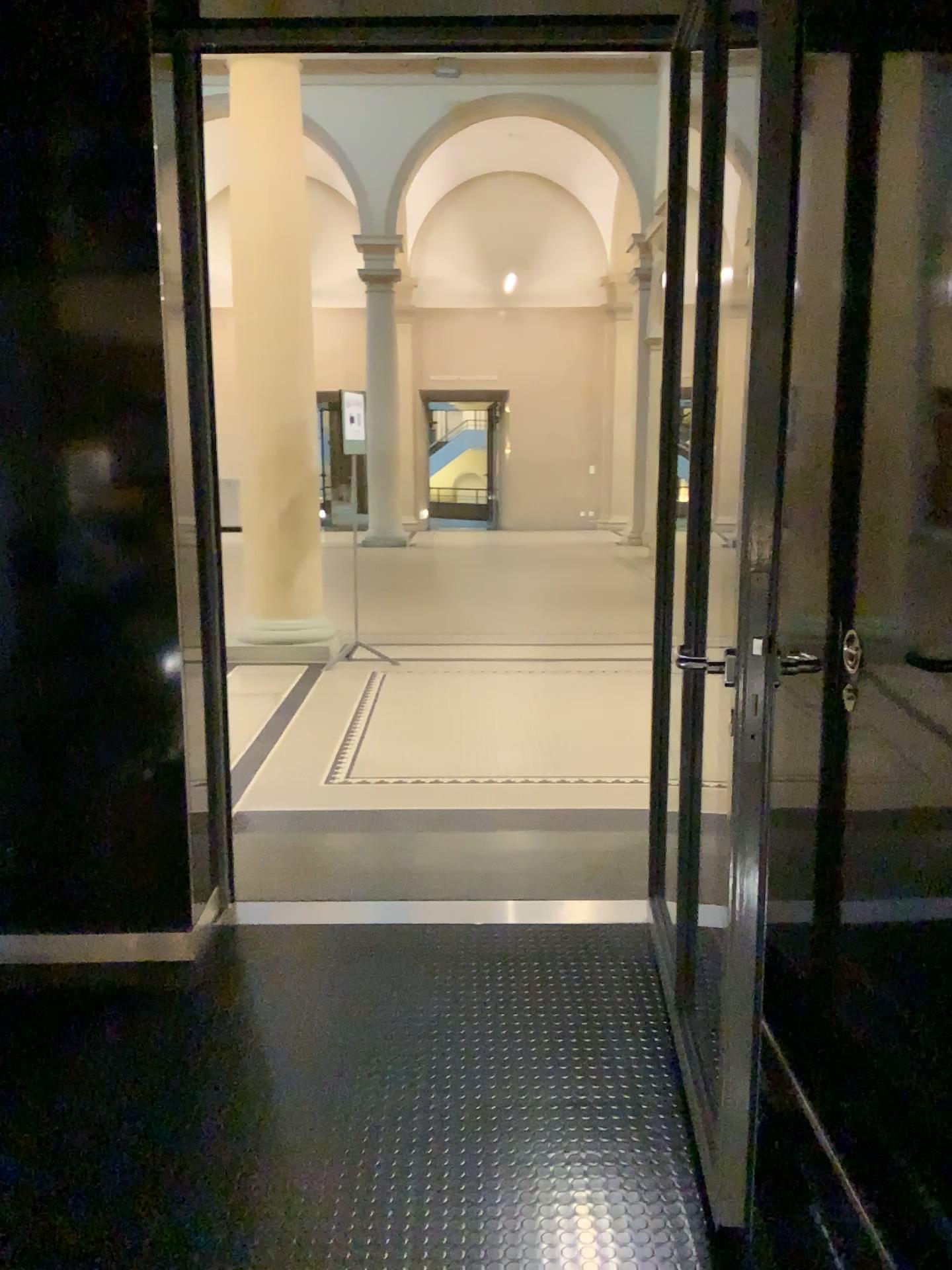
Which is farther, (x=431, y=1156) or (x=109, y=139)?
(x=109, y=139)
